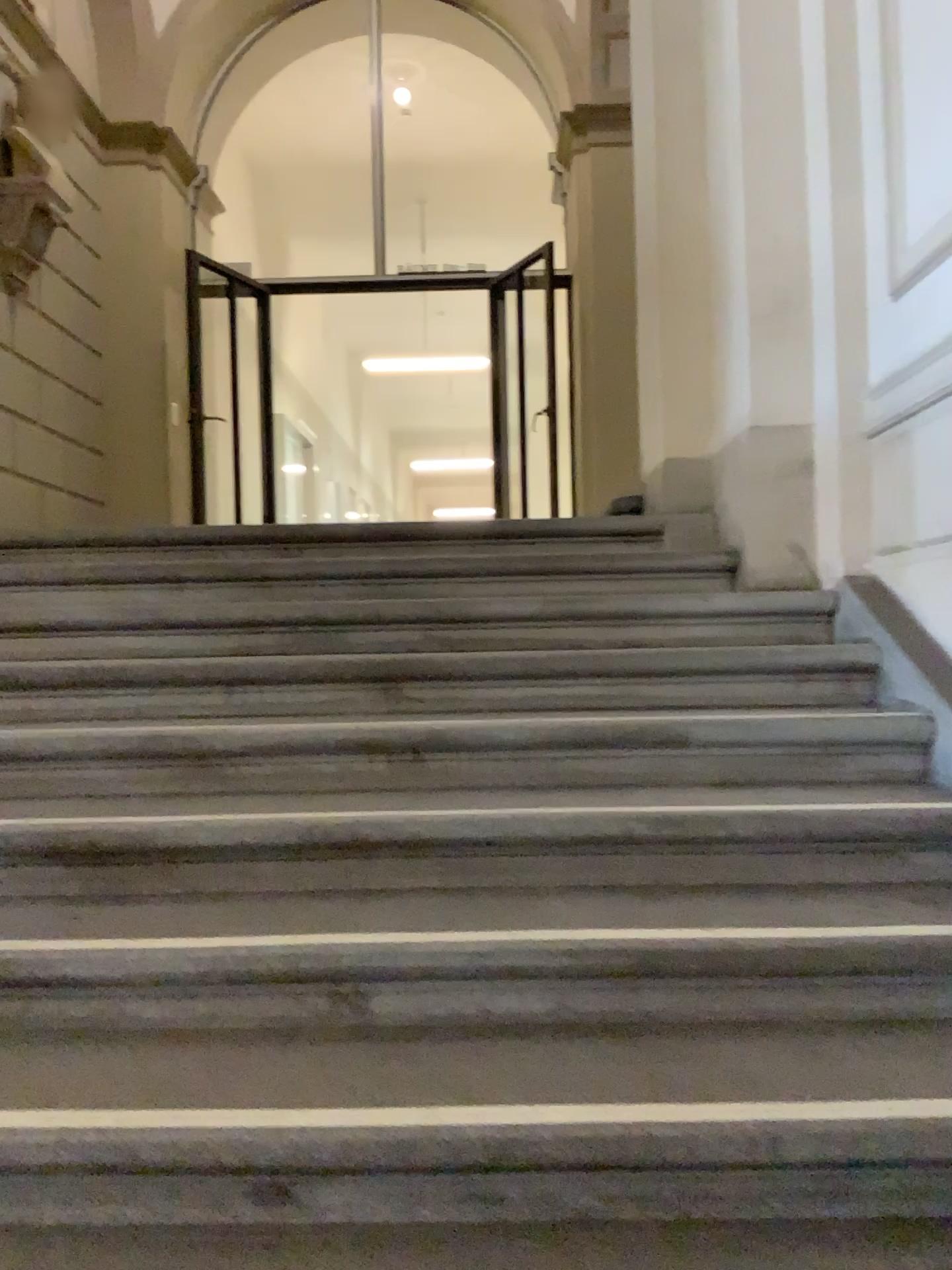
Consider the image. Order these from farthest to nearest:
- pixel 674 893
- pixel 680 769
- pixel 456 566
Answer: pixel 456 566 → pixel 680 769 → pixel 674 893
